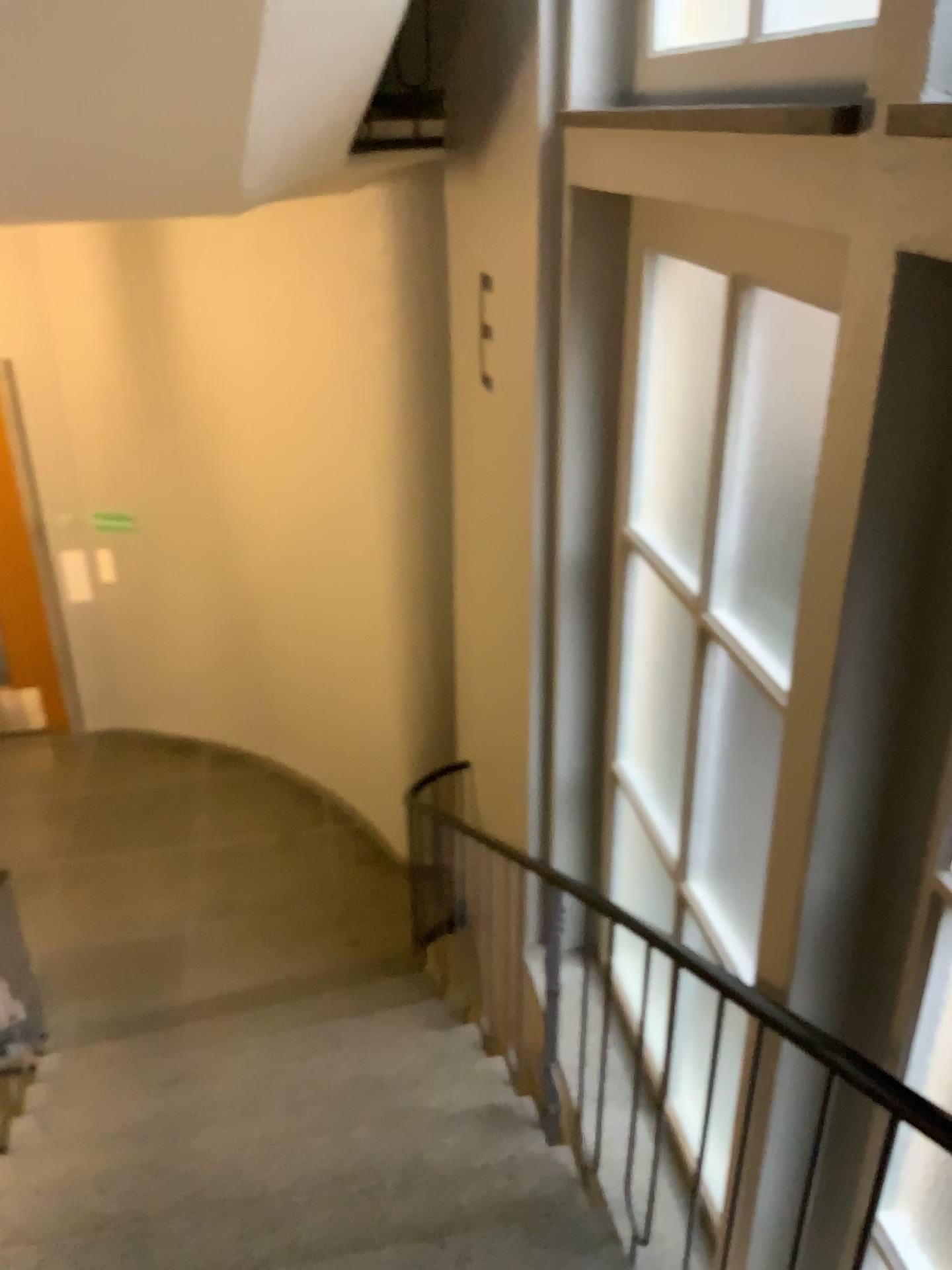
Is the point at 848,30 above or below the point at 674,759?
above

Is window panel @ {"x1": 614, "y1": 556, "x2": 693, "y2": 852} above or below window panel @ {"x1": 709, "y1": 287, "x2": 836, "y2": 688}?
below

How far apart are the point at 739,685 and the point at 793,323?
0.87m

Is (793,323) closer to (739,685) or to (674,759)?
(739,685)

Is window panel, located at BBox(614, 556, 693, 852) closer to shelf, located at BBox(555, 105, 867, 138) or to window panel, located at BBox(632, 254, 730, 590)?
window panel, located at BBox(632, 254, 730, 590)

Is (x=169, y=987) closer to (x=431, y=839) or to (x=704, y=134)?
(x=431, y=839)

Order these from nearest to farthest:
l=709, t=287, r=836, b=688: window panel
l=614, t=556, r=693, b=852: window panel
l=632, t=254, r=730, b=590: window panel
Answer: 1. l=709, t=287, r=836, b=688: window panel
2. l=632, t=254, r=730, b=590: window panel
3. l=614, t=556, r=693, b=852: window panel

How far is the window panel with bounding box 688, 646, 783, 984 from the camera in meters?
2.6

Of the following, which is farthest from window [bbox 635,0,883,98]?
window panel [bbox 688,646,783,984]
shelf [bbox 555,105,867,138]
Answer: window panel [bbox 688,646,783,984]

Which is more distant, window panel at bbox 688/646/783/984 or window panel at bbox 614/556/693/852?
window panel at bbox 614/556/693/852
